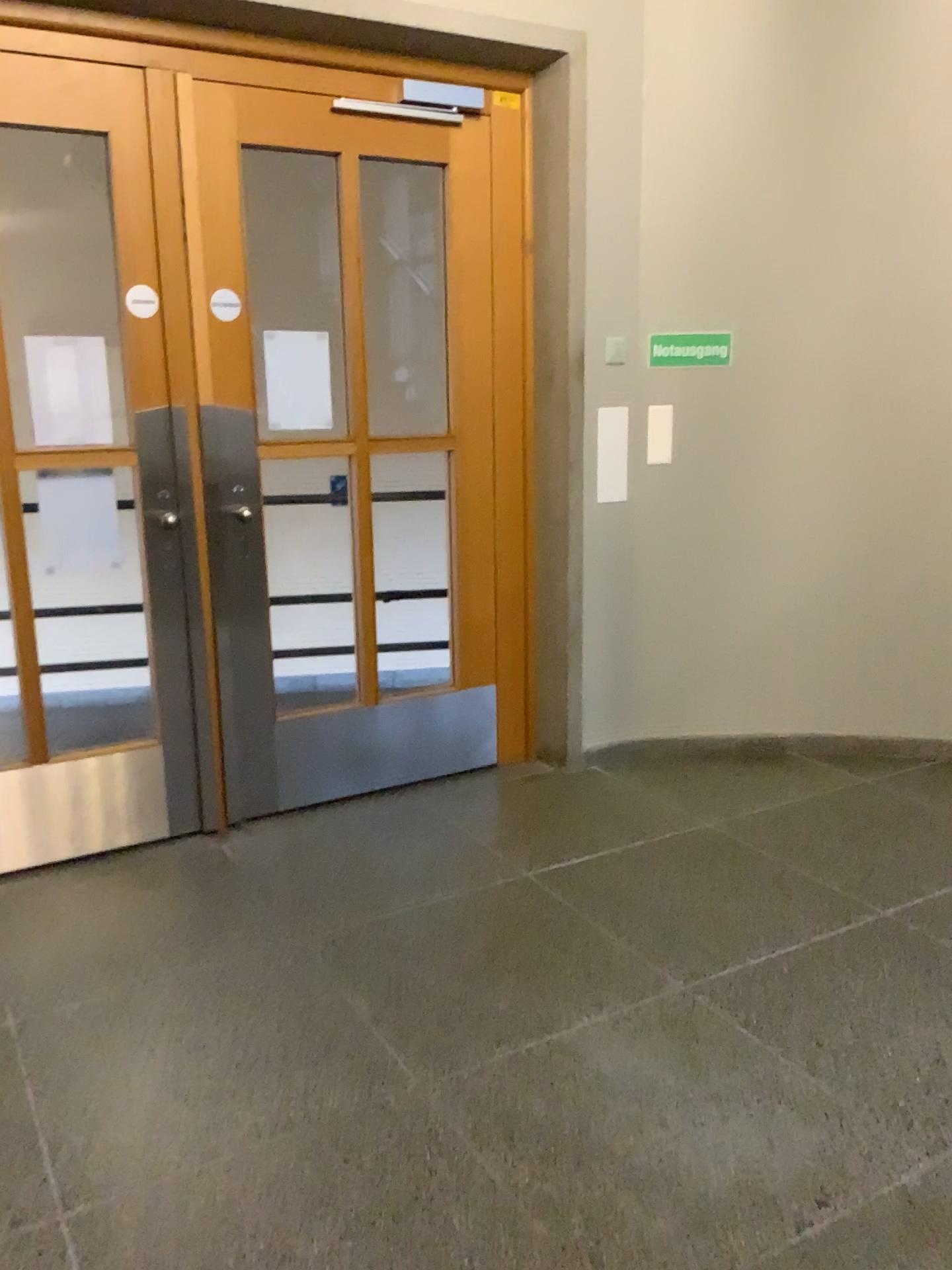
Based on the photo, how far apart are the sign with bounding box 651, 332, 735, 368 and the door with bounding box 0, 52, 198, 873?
1.7 meters

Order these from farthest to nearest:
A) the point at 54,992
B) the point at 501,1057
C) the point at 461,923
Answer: the point at 461,923, the point at 54,992, the point at 501,1057

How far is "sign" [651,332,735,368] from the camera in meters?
3.7 m

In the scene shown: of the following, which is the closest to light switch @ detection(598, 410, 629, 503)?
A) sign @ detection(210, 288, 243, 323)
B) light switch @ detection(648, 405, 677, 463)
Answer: light switch @ detection(648, 405, 677, 463)

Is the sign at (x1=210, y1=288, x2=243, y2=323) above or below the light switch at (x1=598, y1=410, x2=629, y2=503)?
above

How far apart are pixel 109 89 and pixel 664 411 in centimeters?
202cm

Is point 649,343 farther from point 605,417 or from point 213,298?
point 213,298

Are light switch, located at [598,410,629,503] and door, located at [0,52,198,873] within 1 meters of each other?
no

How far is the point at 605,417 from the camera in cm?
375

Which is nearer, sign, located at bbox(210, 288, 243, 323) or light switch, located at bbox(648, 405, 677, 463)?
sign, located at bbox(210, 288, 243, 323)
